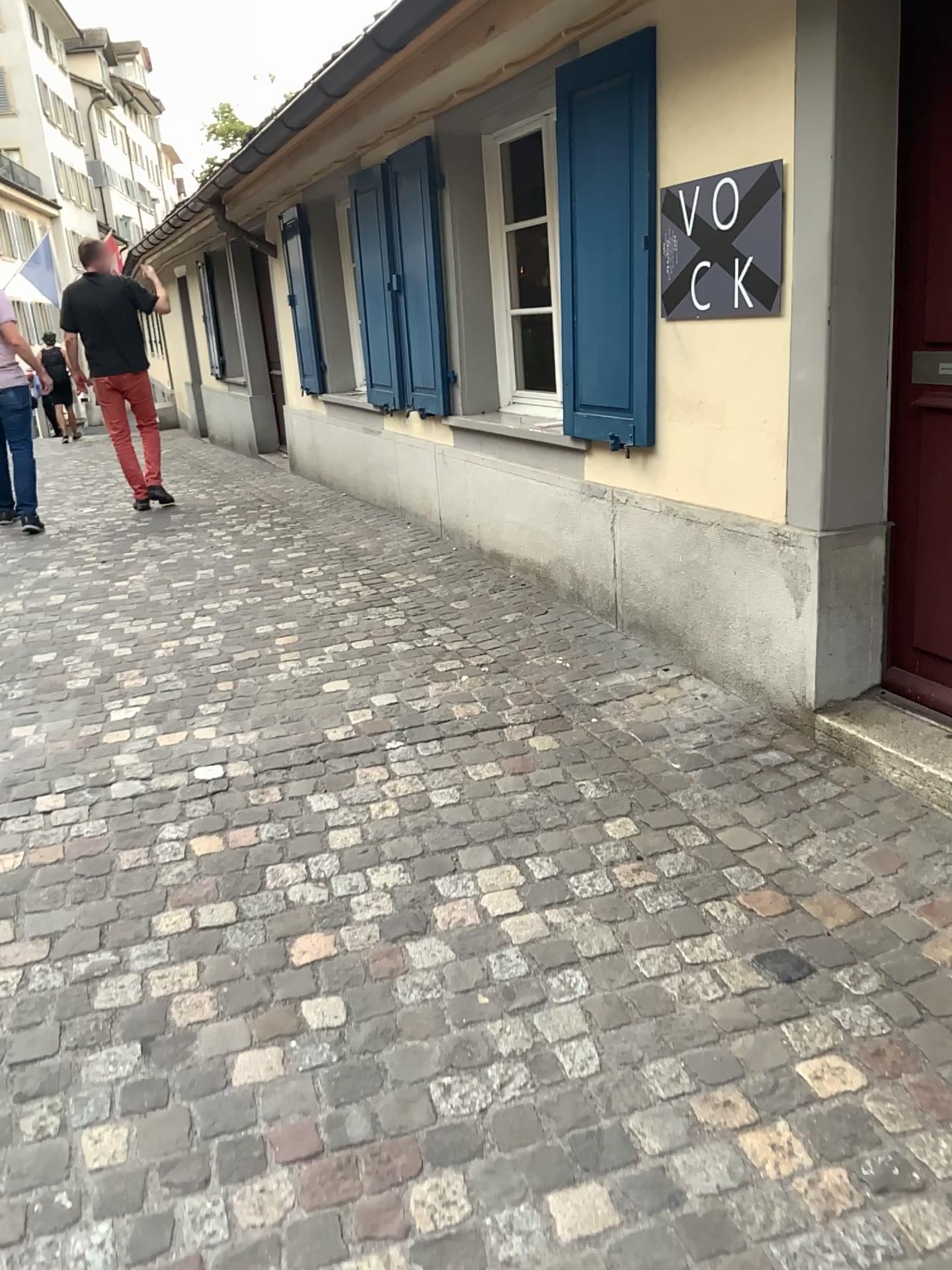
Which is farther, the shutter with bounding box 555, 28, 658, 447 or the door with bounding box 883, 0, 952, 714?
the shutter with bounding box 555, 28, 658, 447

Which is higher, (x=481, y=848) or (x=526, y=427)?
(x=526, y=427)

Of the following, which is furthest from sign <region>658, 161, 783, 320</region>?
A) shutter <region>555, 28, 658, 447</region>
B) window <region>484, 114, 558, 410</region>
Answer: window <region>484, 114, 558, 410</region>

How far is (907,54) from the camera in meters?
2.6

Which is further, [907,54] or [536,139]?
[536,139]

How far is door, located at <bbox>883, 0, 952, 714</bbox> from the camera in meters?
2.6 m

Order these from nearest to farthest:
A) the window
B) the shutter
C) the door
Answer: the door < the shutter < the window

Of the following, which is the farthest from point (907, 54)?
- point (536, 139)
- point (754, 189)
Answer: point (536, 139)

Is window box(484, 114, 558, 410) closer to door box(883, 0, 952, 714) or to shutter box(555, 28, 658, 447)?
shutter box(555, 28, 658, 447)
